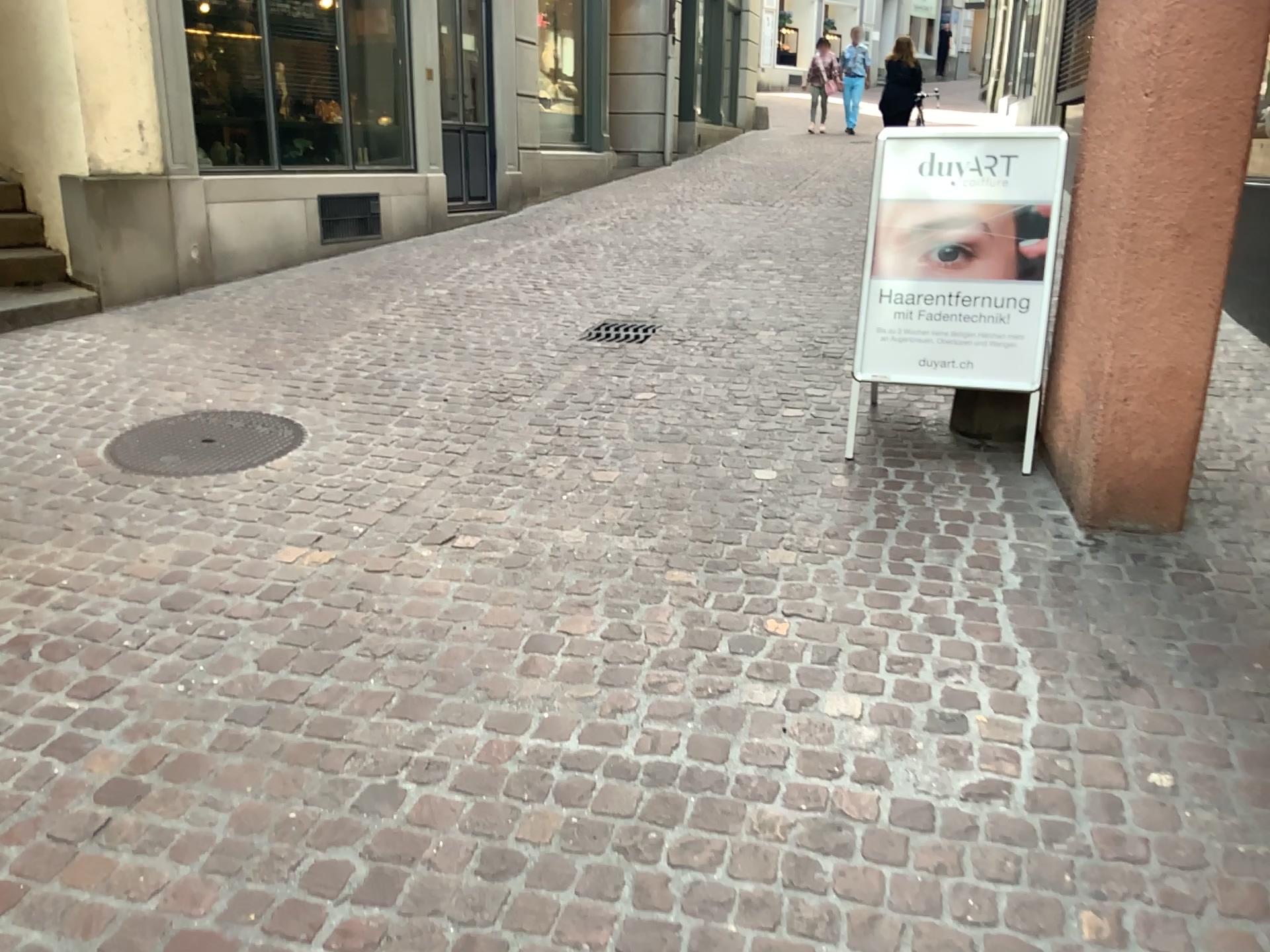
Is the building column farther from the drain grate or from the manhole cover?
the manhole cover

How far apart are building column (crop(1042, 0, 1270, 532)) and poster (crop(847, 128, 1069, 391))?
0.27m

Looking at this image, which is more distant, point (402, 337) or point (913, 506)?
point (402, 337)

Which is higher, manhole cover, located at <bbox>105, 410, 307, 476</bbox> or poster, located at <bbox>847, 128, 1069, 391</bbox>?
poster, located at <bbox>847, 128, 1069, 391</bbox>

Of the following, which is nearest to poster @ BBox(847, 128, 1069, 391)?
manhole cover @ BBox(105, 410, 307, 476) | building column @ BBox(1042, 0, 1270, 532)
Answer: building column @ BBox(1042, 0, 1270, 532)

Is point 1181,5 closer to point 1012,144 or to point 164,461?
point 1012,144

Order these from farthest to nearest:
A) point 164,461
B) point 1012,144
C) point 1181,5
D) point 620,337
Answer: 1. point 620,337
2. point 164,461
3. point 1012,144
4. point 1181,5

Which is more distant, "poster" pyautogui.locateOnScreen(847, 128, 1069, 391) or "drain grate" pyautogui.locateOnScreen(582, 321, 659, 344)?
"drain grate" pyautogui.locateOnScreen(582, 321, 659, 344)

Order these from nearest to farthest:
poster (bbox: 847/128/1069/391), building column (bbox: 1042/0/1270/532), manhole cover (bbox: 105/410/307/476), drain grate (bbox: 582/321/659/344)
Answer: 1. building column (bbox: 1042/0/1270/532)
2. poster (bbox: 847/128/1069/391)
3. manhole cover (bbox: 105/410/307/476)
4. drain grate (bbox: 582/321/659/344)

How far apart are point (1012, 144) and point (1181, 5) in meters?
0.8 m
